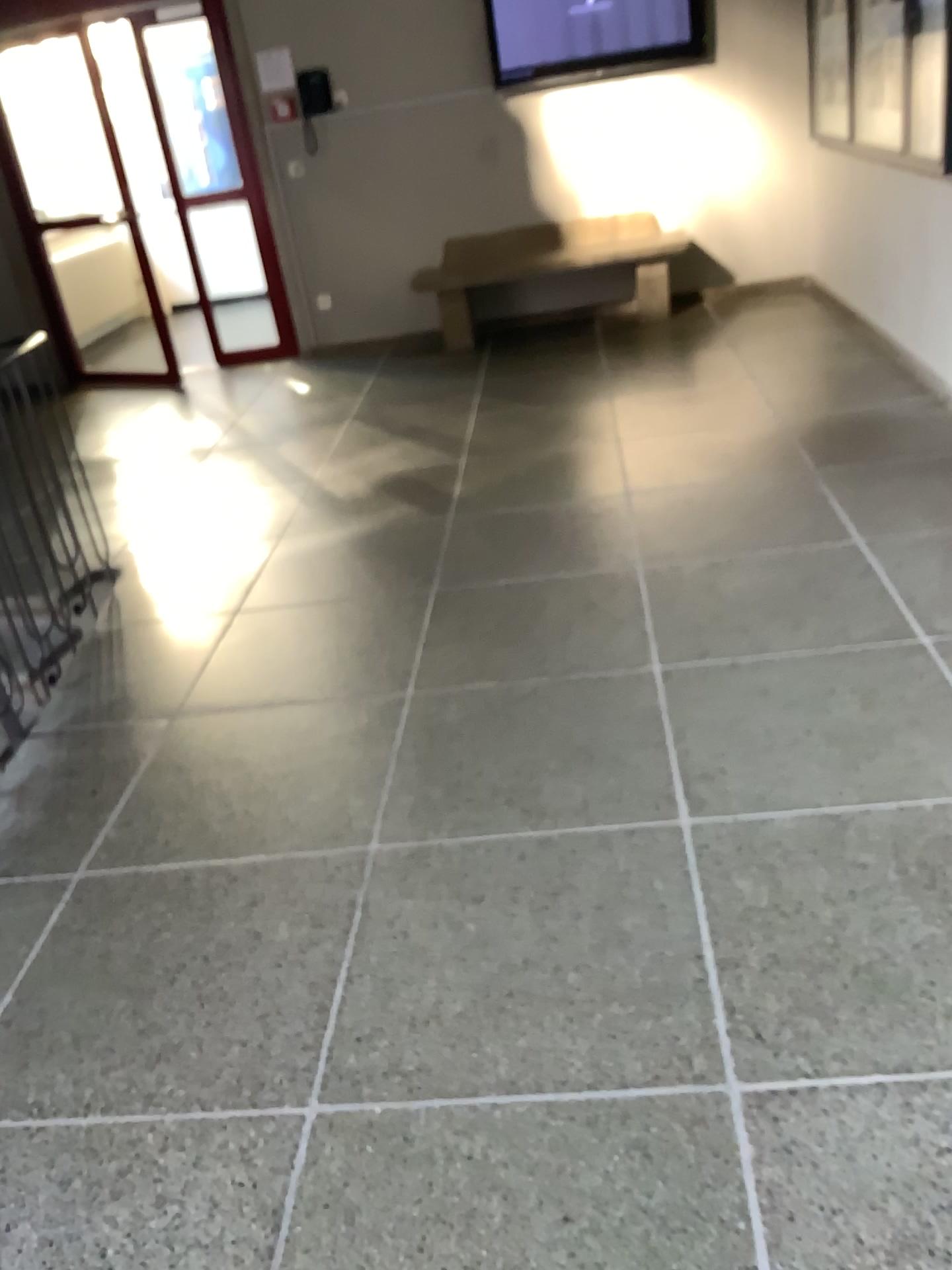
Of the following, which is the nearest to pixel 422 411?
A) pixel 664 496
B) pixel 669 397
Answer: pixel 669 397
